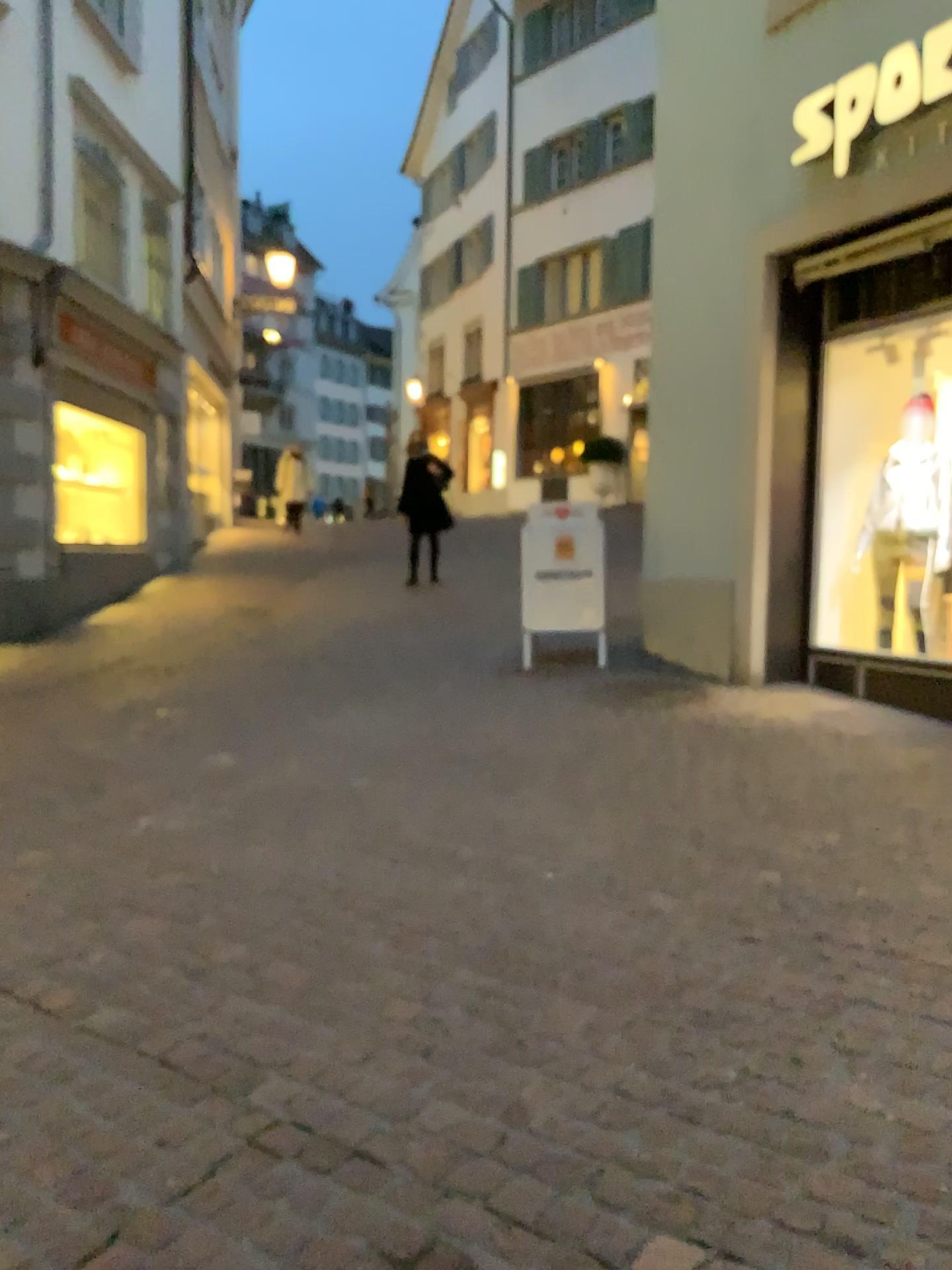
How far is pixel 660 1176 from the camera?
1.9m
